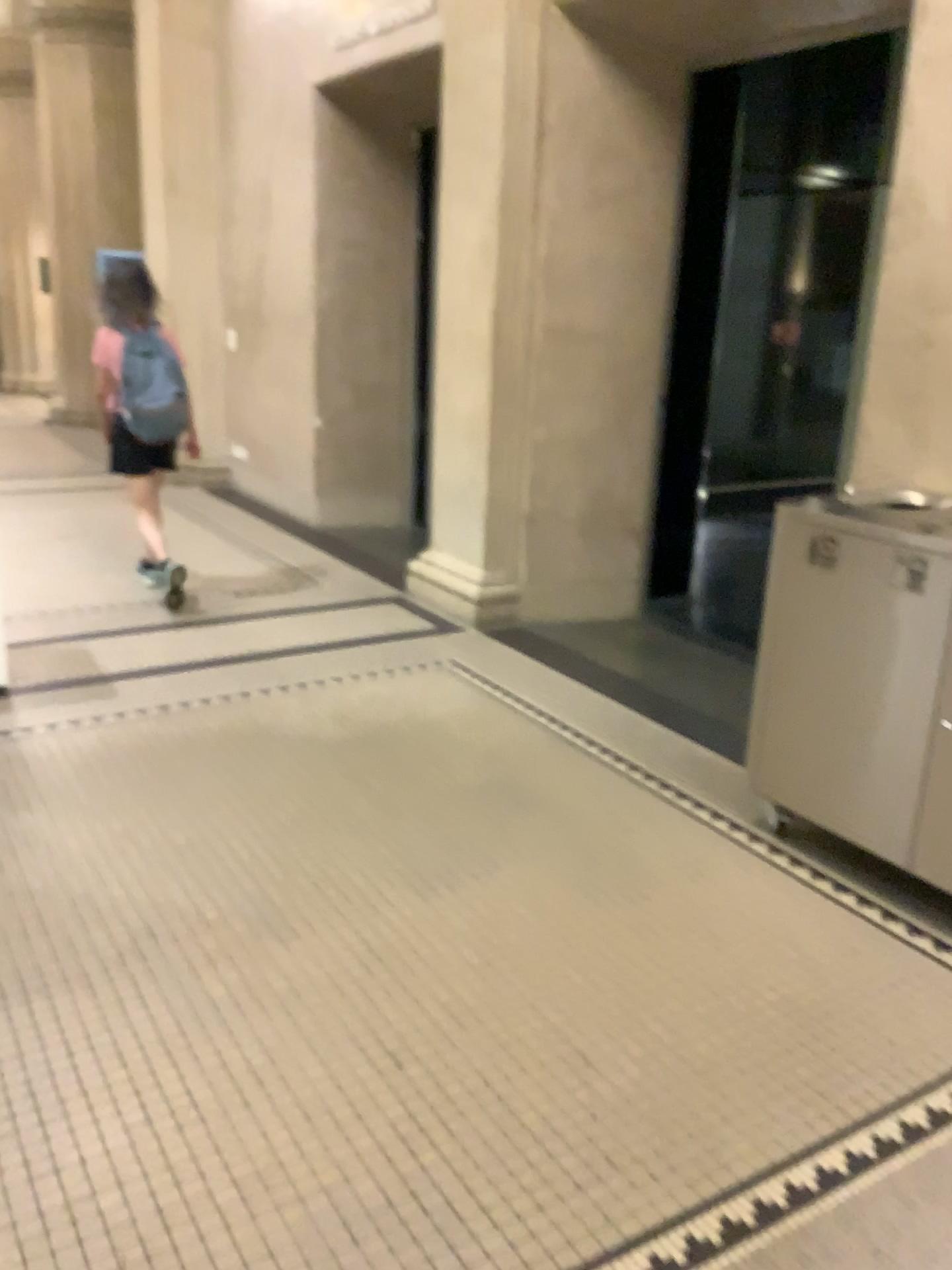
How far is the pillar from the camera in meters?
3.1

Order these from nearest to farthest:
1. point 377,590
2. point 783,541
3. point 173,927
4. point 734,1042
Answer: point 734,1042
point 173,927
point 783,541
point 377,590

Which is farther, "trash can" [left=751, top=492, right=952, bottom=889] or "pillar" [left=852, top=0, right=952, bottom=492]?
"pillar" [left=852, top=0, right=952, bottom=492]

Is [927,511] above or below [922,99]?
below

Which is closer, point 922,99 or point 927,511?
point 927,511

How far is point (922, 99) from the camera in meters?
3.1
